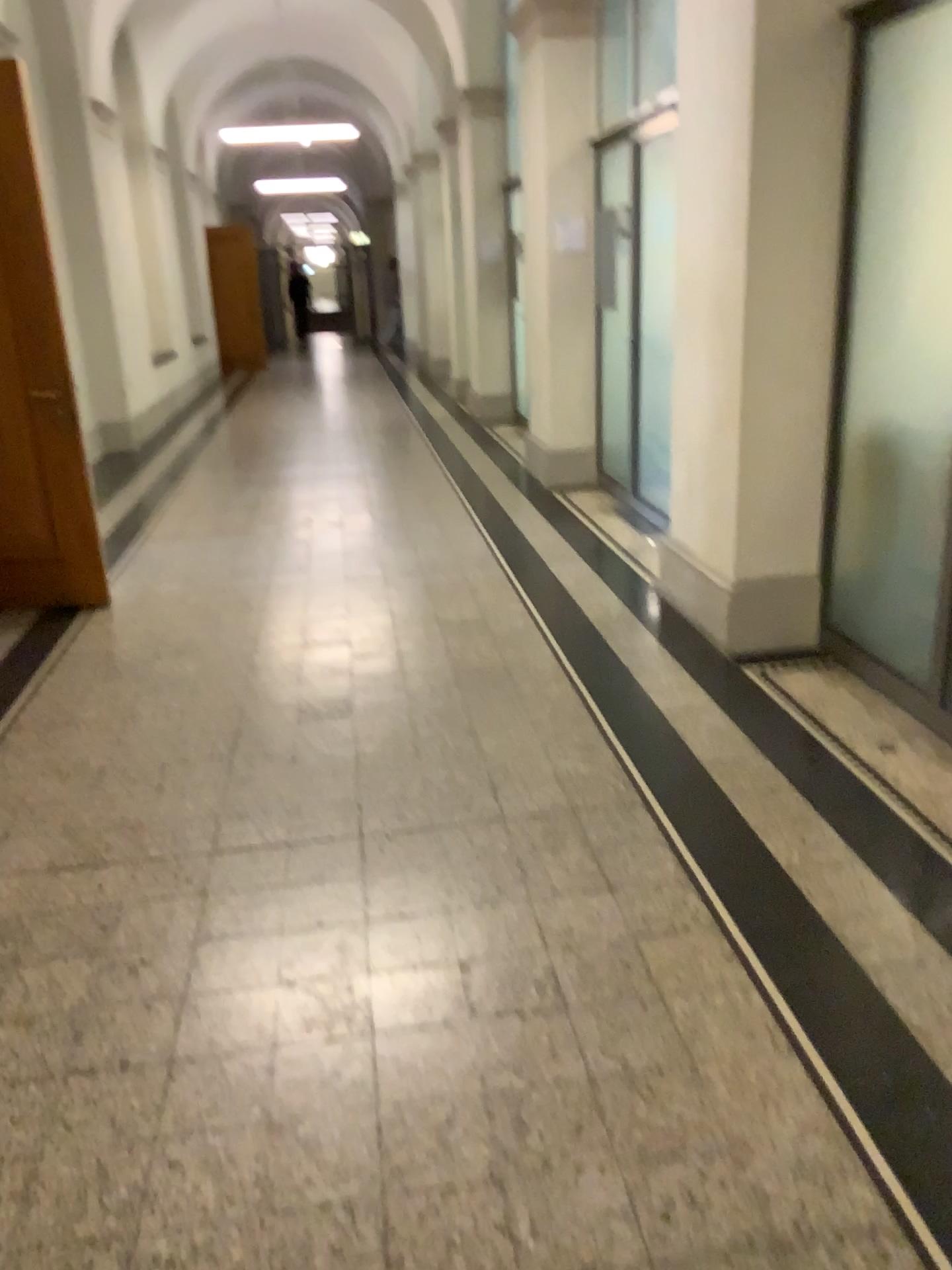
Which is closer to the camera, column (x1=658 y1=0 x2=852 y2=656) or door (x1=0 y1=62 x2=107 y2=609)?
column (x1=658 y1=0 x2=852 y2=656)

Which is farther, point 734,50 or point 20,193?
point 20,193

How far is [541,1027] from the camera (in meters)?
2.13
